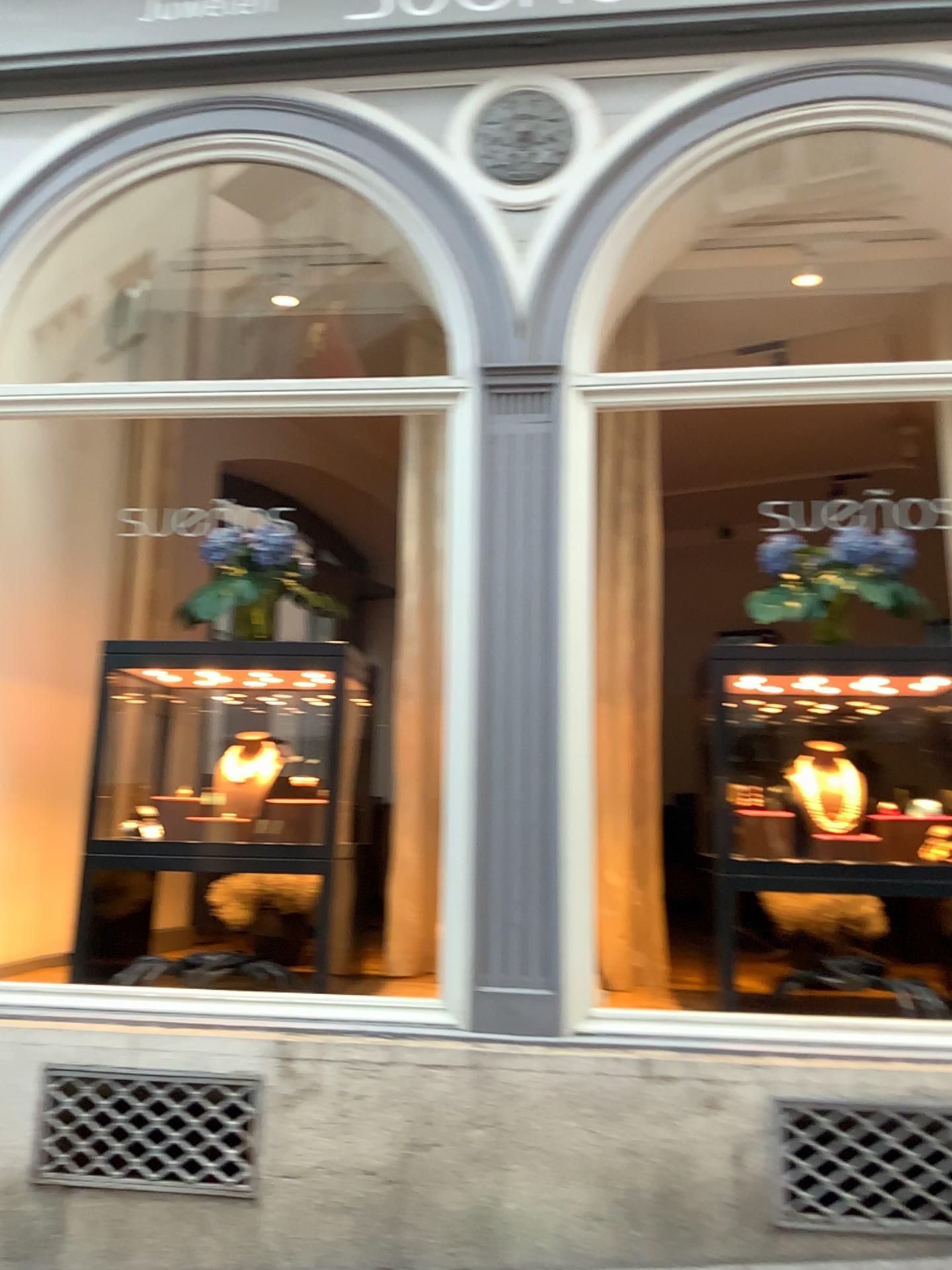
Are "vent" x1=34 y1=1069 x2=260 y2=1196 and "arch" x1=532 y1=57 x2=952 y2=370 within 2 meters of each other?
no

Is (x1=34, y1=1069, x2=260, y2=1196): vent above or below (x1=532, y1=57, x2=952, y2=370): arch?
below

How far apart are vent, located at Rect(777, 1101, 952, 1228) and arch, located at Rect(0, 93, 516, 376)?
2.5m

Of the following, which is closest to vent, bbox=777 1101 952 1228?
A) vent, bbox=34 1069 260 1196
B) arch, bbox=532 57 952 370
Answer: vent, bbox=34 1069 260 1196

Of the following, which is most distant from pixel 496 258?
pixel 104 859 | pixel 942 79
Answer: pixel 104 859

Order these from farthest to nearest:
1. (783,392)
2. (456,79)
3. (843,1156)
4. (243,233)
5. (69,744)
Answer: (69,744)
(243,233)
(456,79)
(783,392)
(843,1156)

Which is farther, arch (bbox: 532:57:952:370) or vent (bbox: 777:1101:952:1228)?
arch (bbox: 532:57:952:370)

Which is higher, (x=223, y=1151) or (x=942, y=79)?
(x=942, y=79)

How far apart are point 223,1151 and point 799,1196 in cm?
162

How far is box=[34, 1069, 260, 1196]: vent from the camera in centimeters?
306cm
